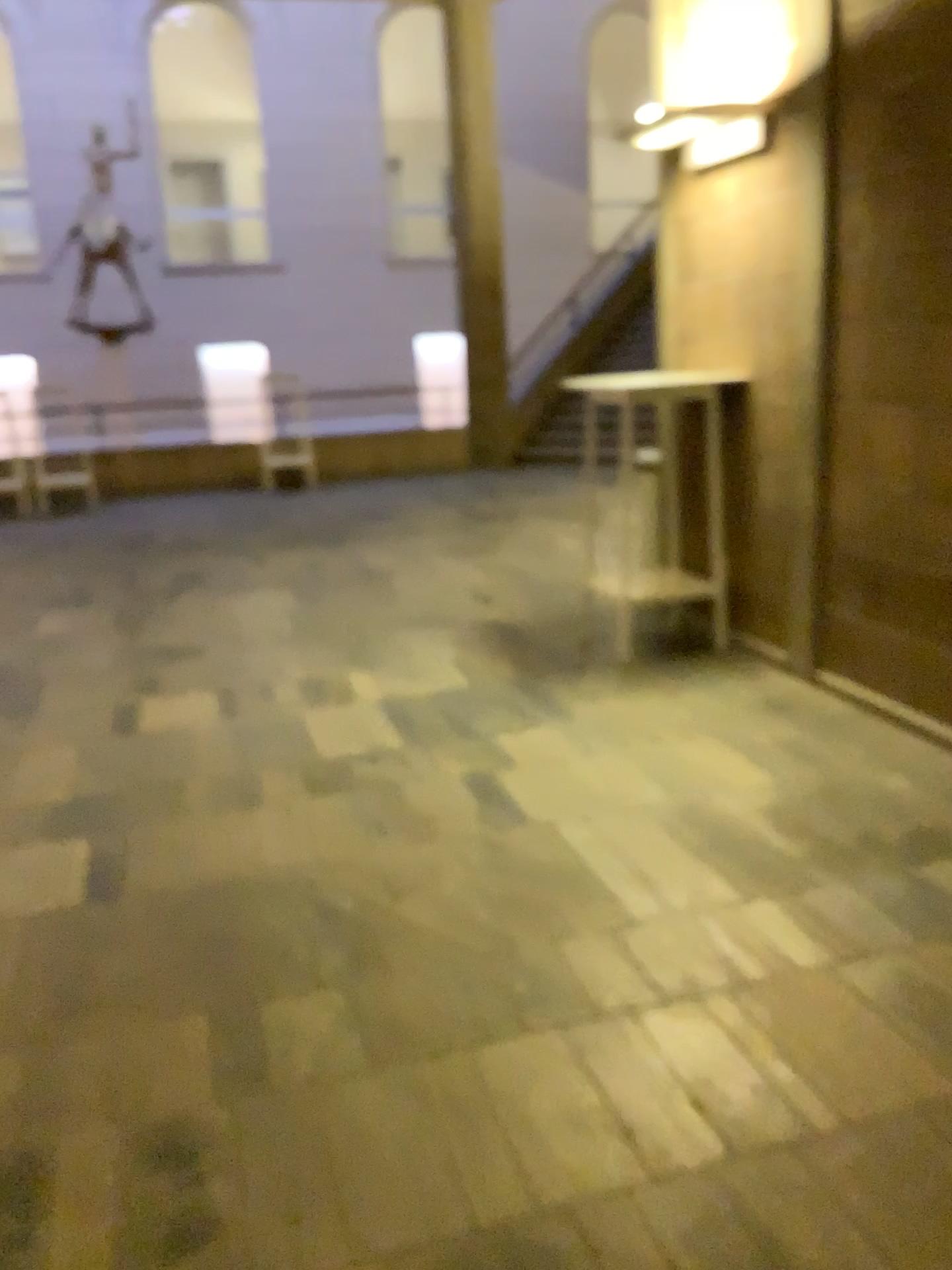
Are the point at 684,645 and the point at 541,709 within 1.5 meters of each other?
yes

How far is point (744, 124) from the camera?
4.1m

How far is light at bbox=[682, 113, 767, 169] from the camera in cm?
405
